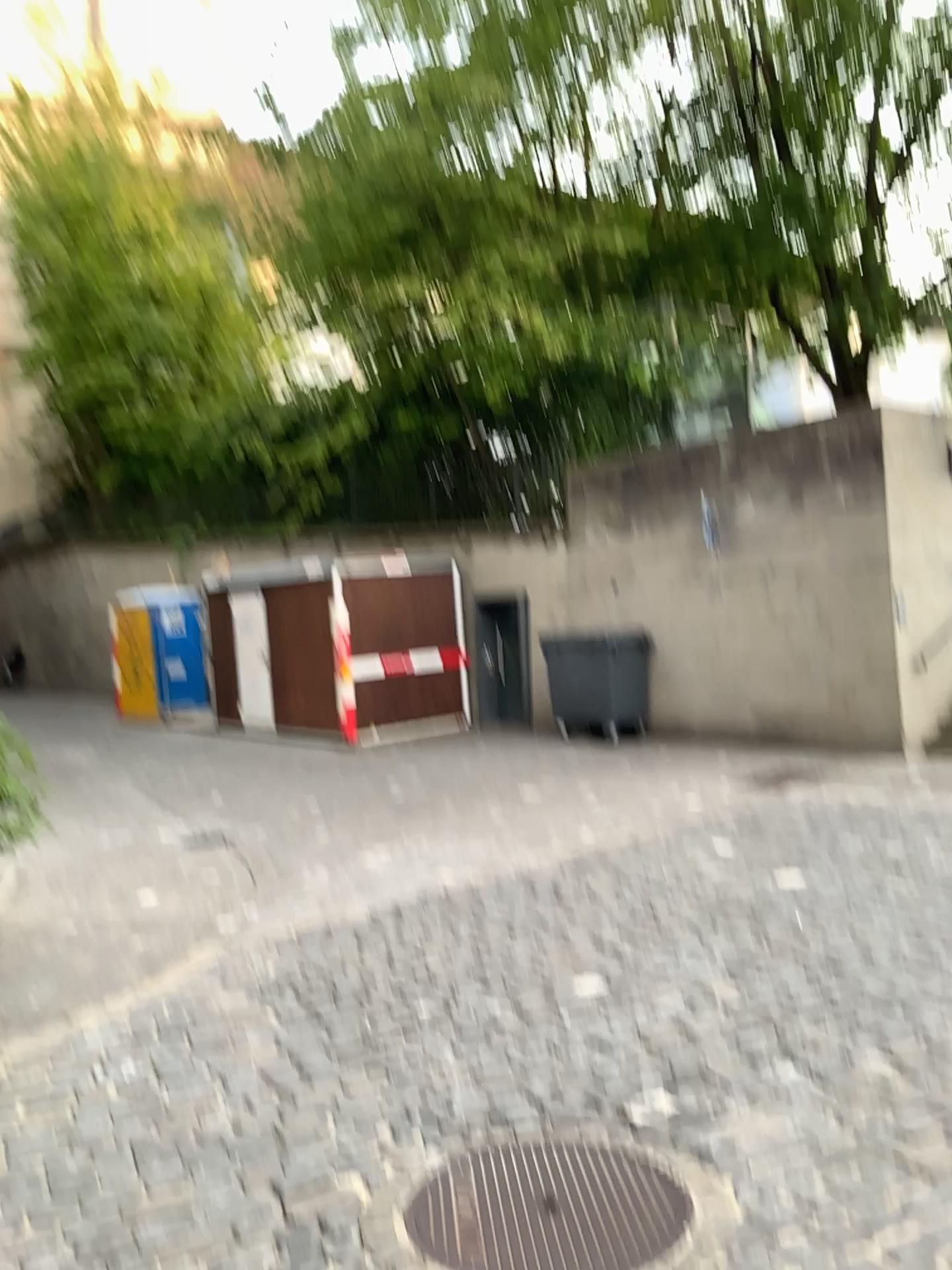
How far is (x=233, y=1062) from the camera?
3.76m
